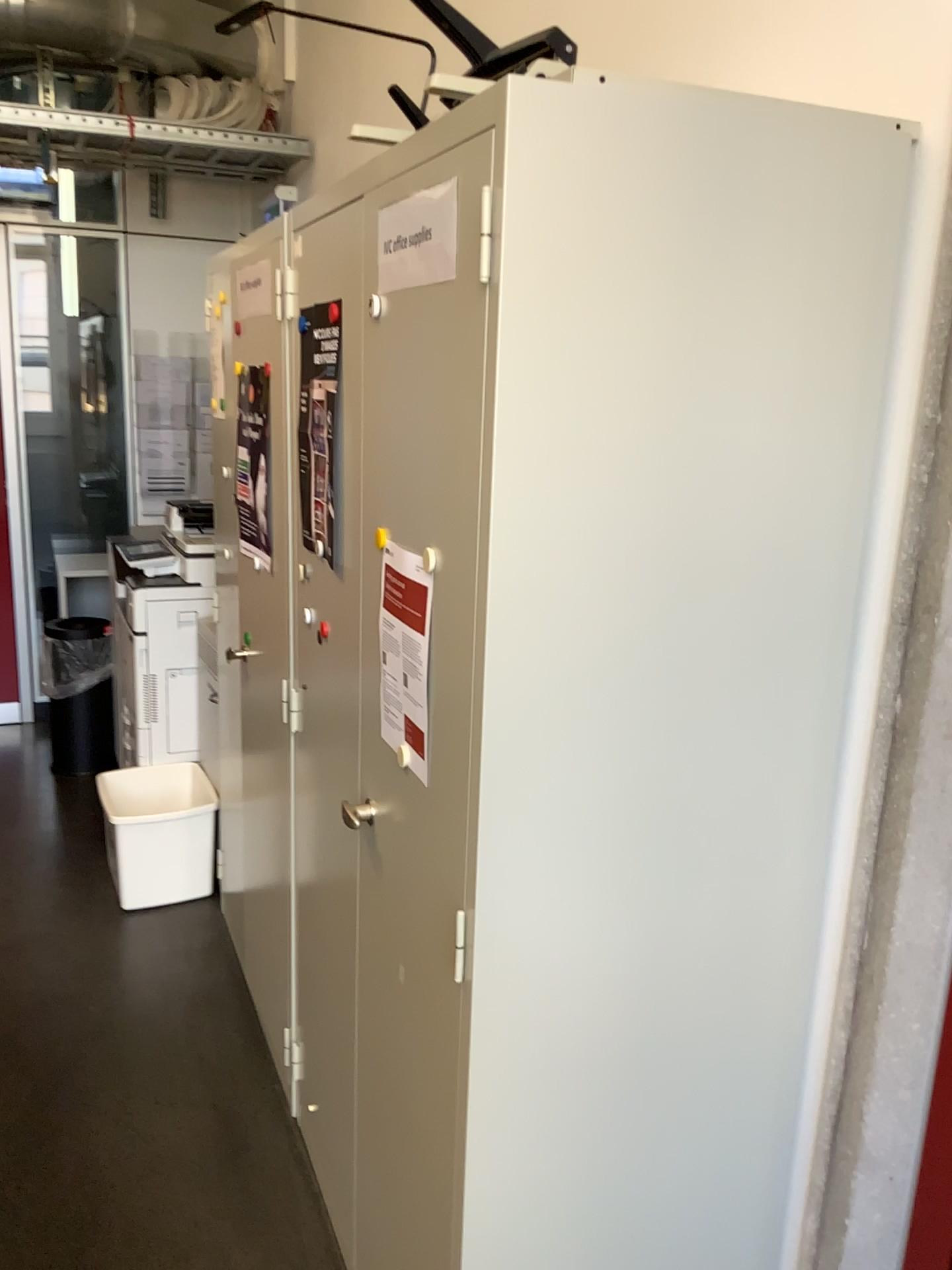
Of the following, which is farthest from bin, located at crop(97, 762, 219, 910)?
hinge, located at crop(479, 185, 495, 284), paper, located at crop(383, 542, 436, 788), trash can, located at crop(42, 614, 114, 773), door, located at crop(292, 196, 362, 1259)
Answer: hinge, located at crop(479, 185, 495, 284)

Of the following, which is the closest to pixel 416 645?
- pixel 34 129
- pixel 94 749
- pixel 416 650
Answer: pixel 416 650

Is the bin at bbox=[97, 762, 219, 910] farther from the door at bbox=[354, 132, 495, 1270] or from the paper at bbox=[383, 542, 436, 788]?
the paper at bbox=[383, 542, 436, 788]

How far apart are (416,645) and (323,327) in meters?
0.7

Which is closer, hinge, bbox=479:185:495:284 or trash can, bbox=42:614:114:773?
hinge, bbox=479:185:495:284

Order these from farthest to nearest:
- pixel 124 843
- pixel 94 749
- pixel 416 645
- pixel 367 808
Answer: pixel 94 749, pixel 124 843, pixel 367 808, pixel 416 645

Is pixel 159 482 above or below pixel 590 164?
below

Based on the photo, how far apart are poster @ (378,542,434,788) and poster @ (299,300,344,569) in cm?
38

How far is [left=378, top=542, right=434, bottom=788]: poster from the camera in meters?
1.3

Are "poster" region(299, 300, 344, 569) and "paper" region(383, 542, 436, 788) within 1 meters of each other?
yes
